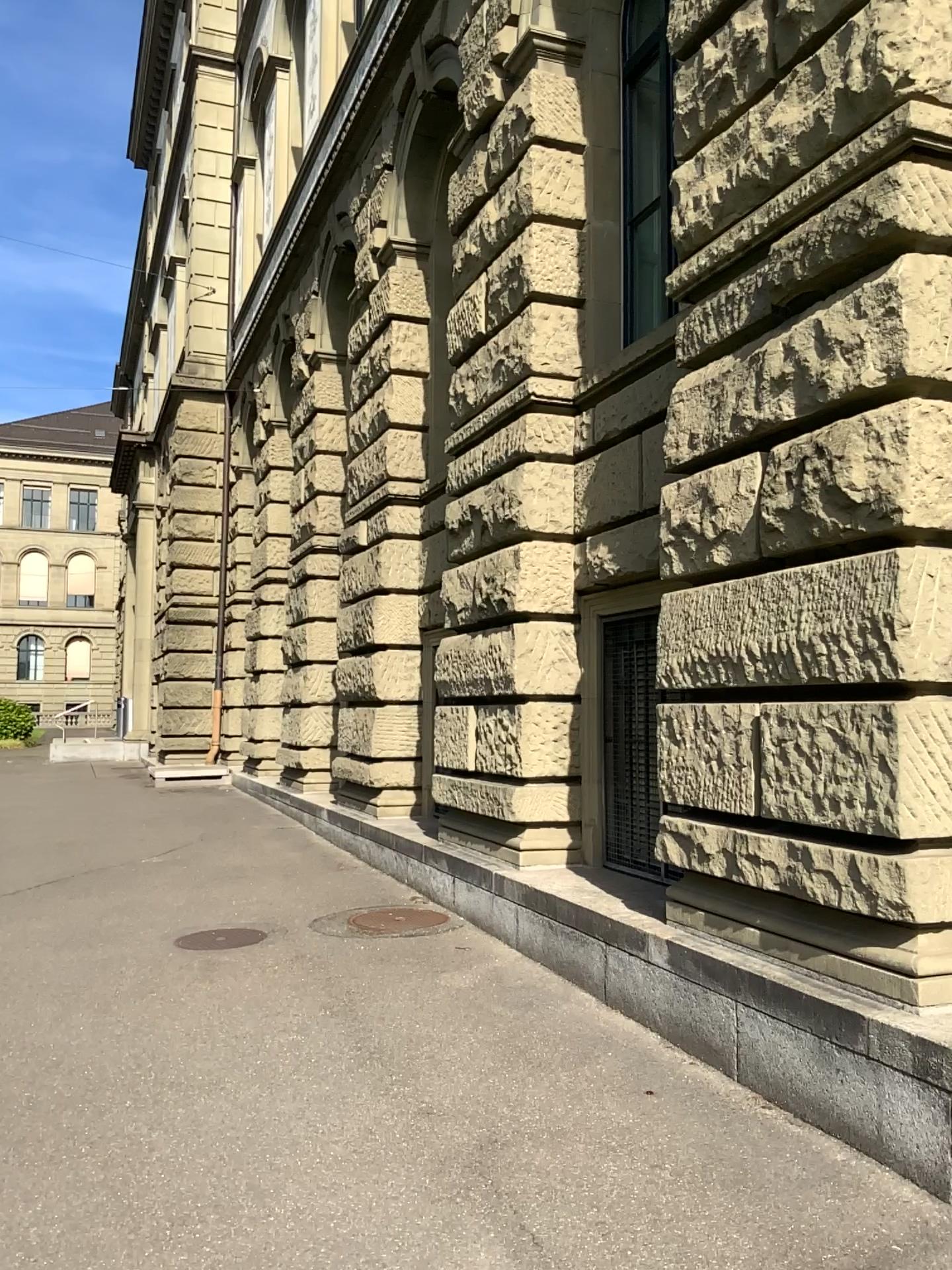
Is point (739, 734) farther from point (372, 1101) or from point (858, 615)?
point (372, 1101)
